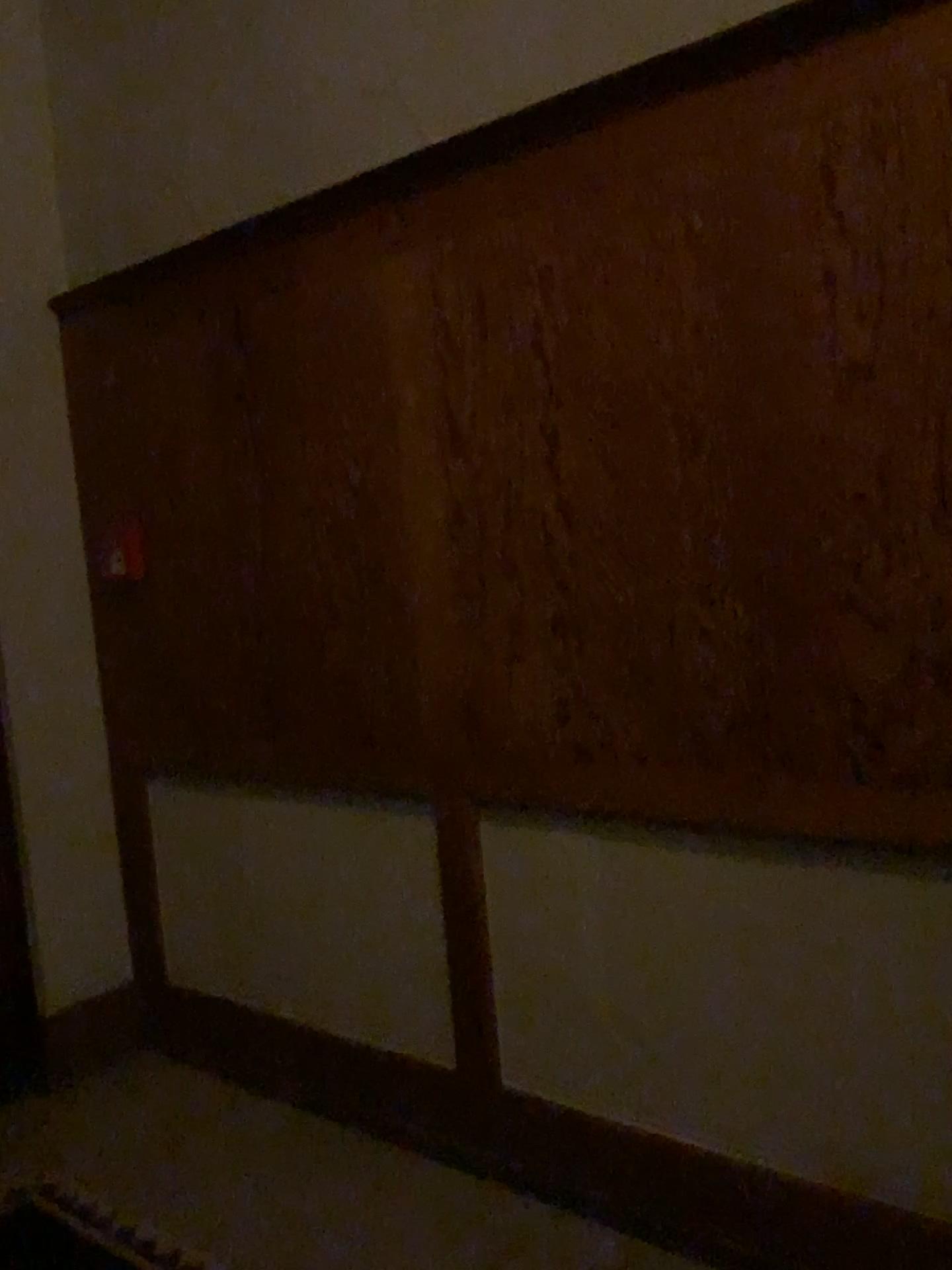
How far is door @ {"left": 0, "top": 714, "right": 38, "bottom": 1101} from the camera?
3.0m

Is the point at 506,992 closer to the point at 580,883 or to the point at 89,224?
the point at 580,883

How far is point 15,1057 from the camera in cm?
302
